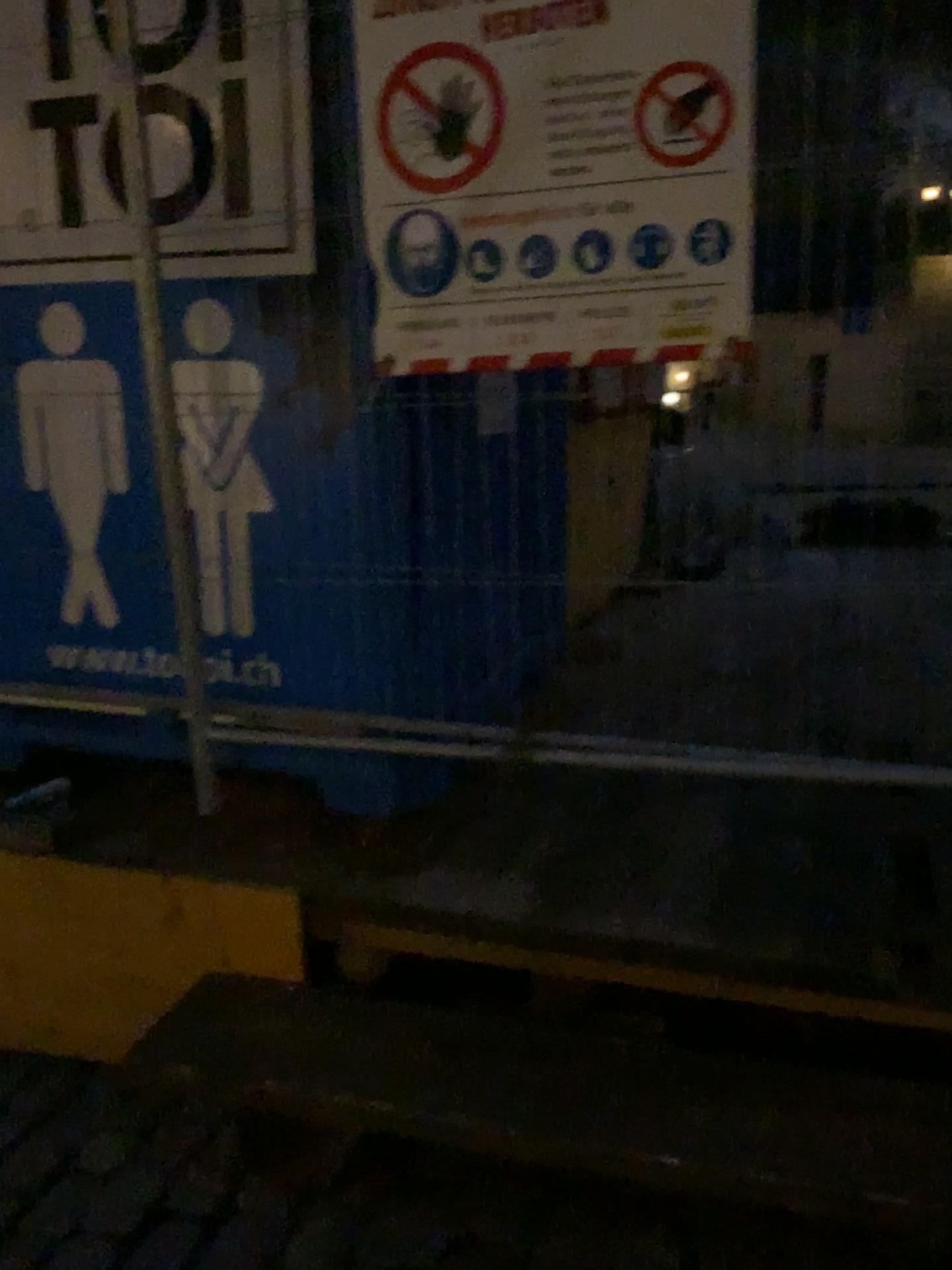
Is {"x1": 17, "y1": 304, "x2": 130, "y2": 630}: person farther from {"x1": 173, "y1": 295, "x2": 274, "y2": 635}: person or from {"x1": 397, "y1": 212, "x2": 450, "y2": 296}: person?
{"x1": 397, "y1": 212, "x2": 450, "y2": 296}: person

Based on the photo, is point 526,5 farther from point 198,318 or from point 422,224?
point 198,318

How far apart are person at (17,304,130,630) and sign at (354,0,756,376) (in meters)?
0.61

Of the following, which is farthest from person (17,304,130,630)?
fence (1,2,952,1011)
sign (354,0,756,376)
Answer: sign (354,0,756,376)

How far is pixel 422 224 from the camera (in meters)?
1.68

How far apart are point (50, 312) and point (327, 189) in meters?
0.6

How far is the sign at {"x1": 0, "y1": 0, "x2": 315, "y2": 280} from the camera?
→ 1.8 meters

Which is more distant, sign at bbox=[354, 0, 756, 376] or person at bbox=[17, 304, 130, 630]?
person at bbox=[17, 304, 130, 630]

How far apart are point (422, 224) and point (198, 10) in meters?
0.6

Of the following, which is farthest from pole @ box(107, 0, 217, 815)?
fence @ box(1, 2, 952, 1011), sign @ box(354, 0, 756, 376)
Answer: sign @ box(354, 0, 756, 376)
